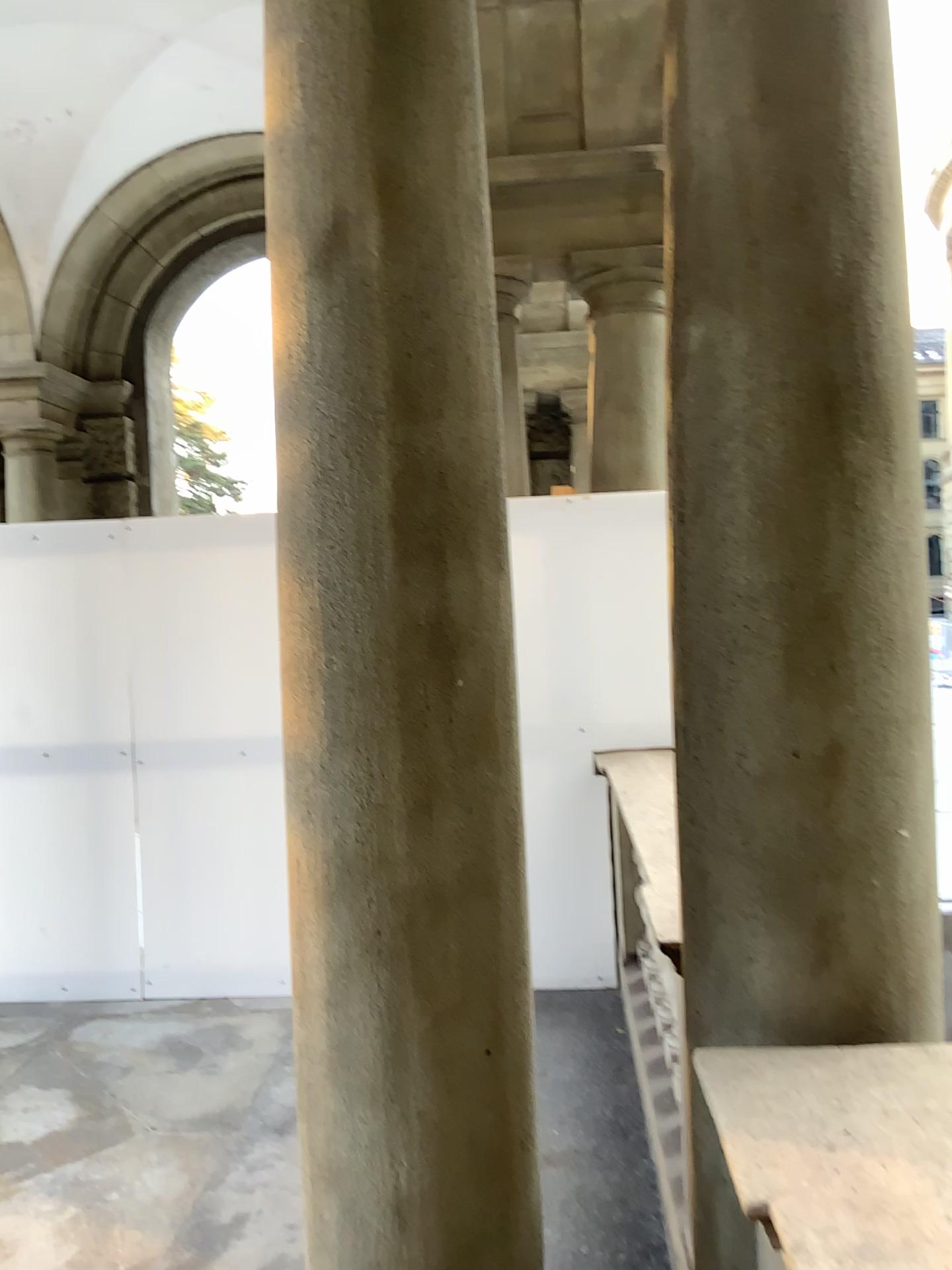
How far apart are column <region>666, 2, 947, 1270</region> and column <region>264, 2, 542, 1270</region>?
0.3 meters

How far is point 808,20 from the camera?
1.6m

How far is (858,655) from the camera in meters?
1.6

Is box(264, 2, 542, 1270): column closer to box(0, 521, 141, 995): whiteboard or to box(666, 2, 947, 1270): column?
box(666, 2, 947, 1270): column

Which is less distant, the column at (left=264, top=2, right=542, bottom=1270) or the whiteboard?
the column at (left=264, top=2, right=542, bottom=1270)

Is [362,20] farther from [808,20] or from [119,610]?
[119,610]

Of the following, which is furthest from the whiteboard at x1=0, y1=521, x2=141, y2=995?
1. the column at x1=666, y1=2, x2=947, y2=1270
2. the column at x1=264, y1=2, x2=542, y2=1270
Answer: the column at x1=666, y1=2, x2=947, y2=1270

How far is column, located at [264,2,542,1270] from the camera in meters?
1.6

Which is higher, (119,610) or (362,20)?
(362,20)

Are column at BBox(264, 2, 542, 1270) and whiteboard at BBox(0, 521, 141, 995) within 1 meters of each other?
no
